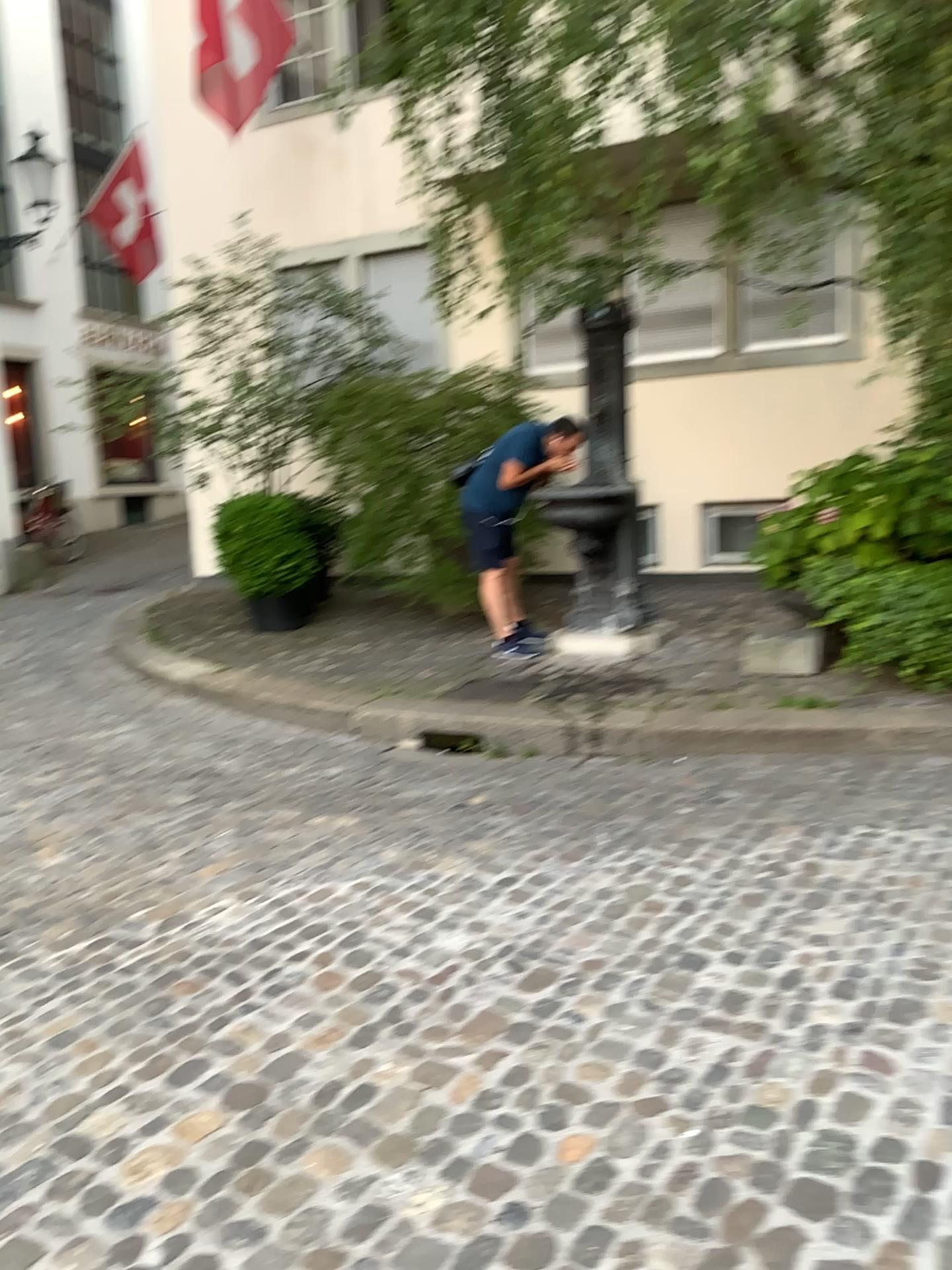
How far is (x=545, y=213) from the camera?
4.83m
